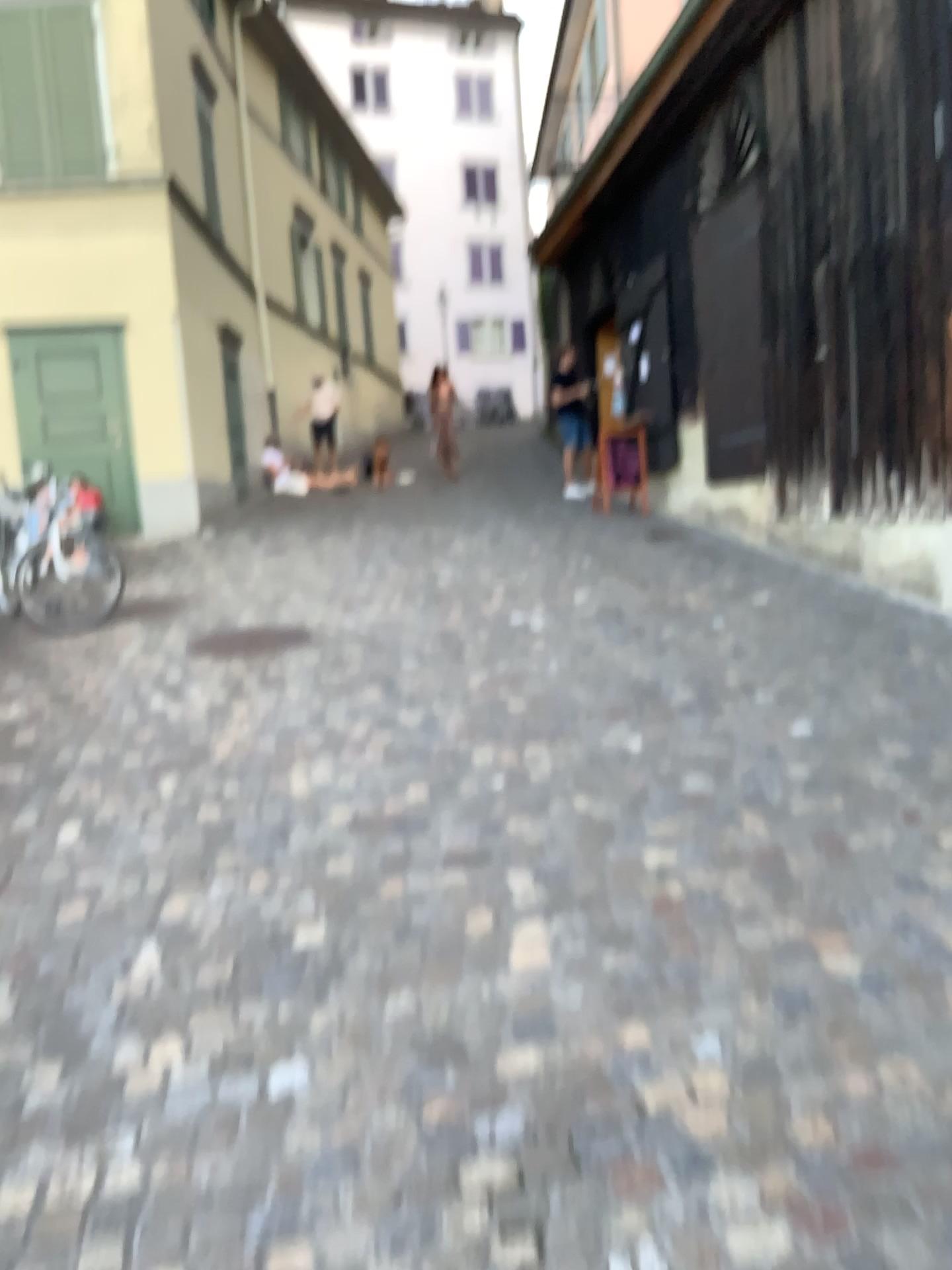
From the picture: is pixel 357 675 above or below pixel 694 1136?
above
